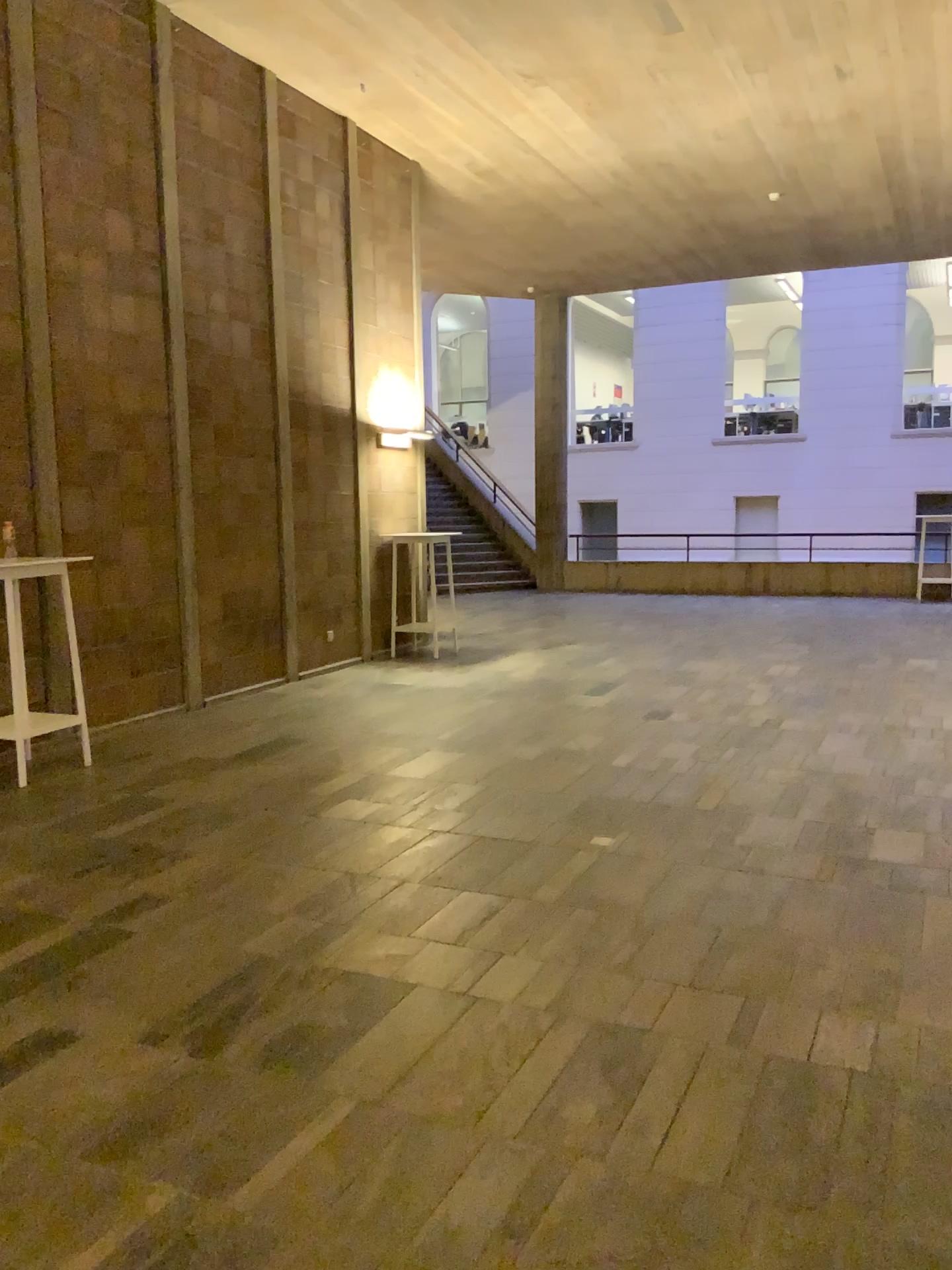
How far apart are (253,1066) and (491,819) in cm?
215
